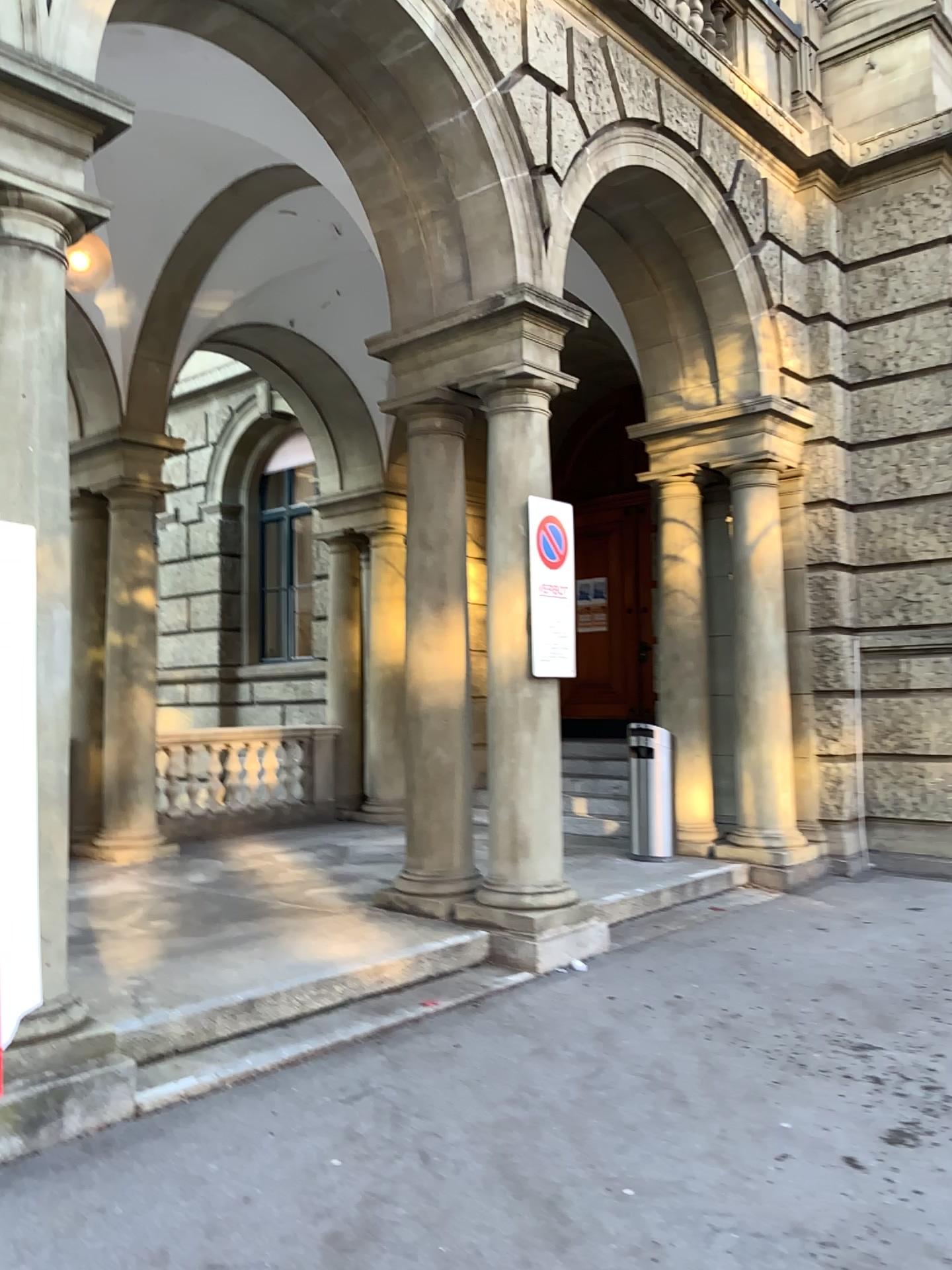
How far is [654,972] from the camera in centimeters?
530cm

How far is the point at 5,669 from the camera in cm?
353

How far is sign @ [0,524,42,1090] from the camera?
3.5 meters
